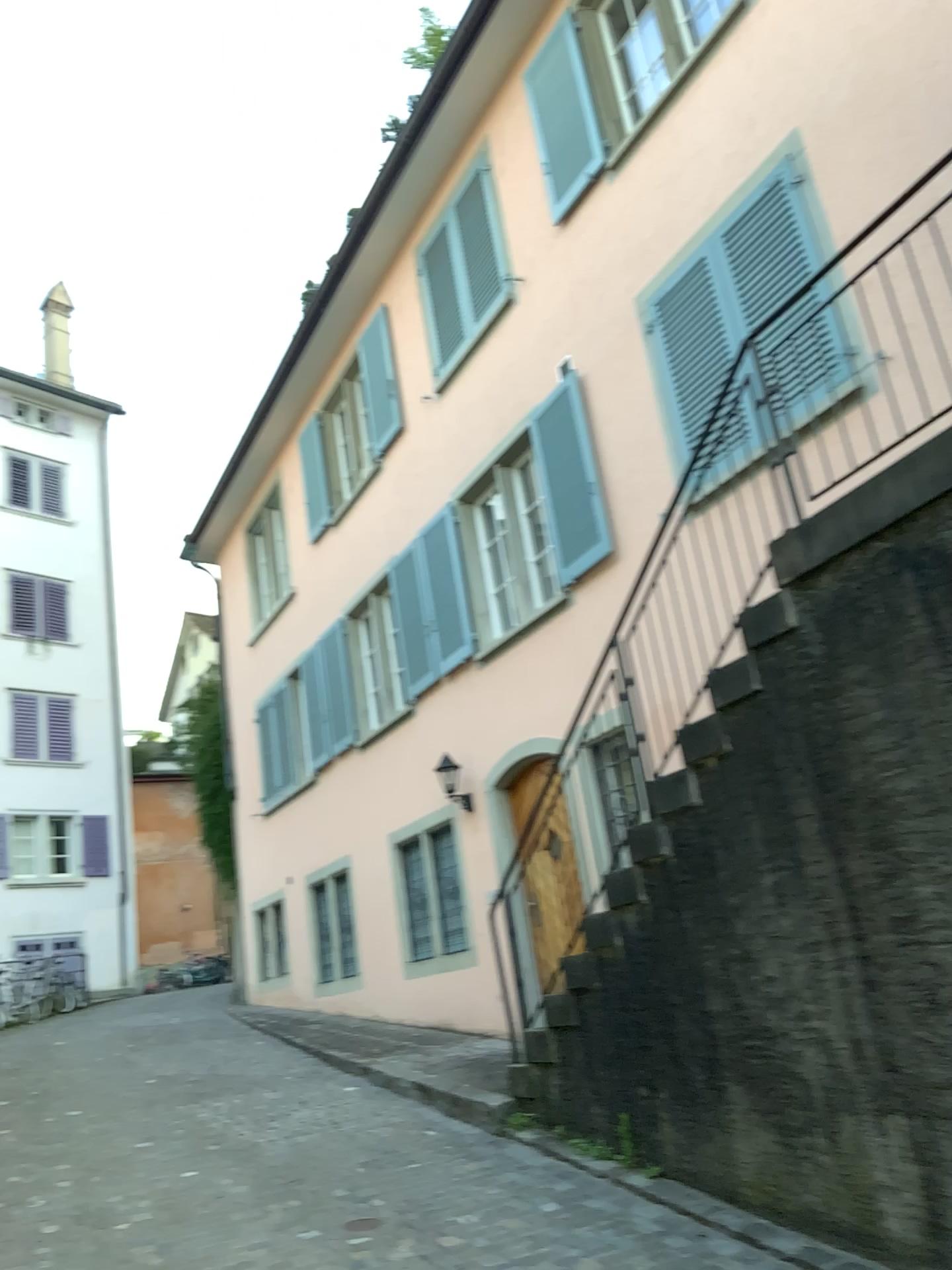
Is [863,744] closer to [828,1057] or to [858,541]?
[858,541]
